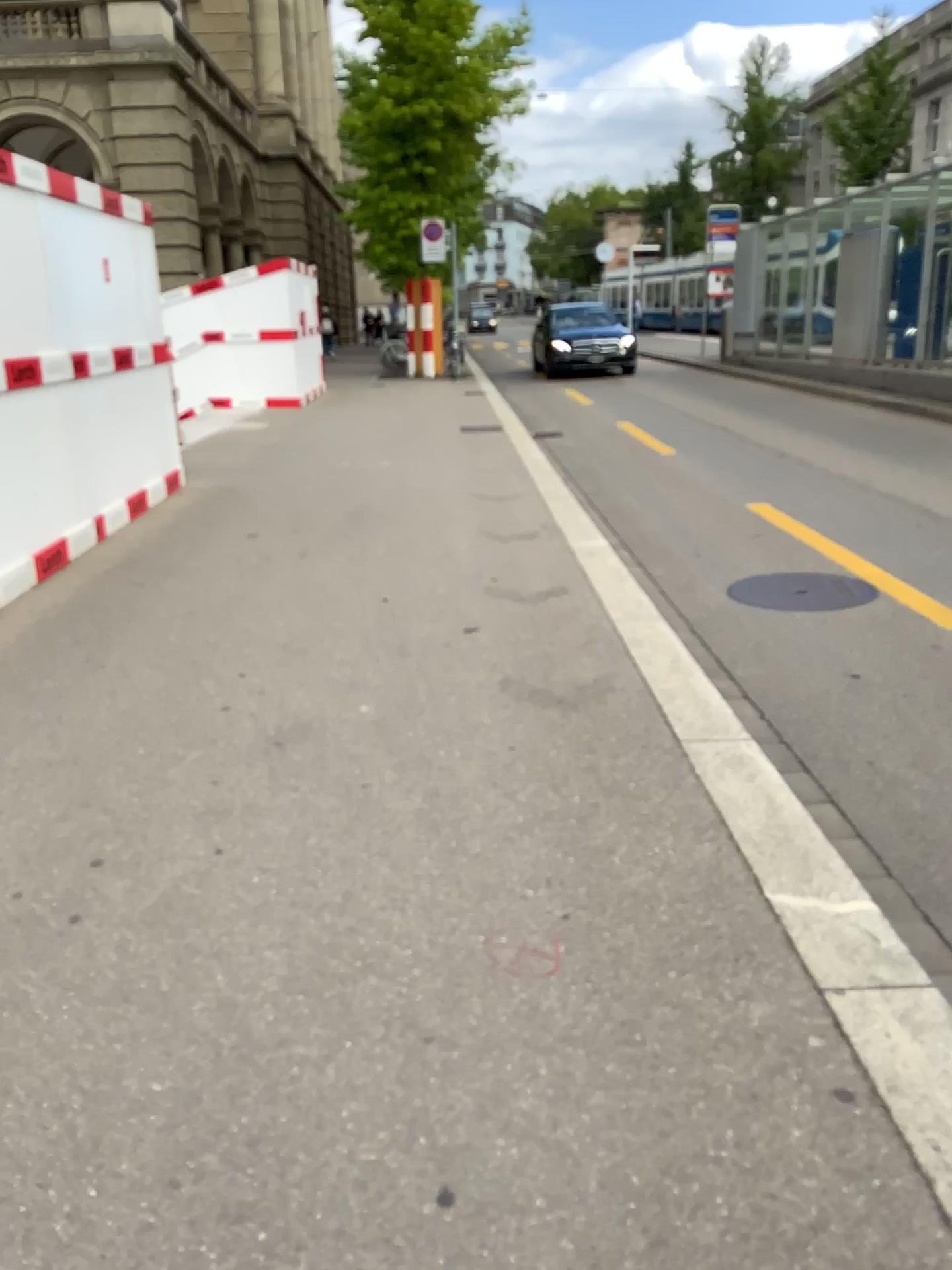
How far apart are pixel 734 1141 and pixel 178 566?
4.6 meters
